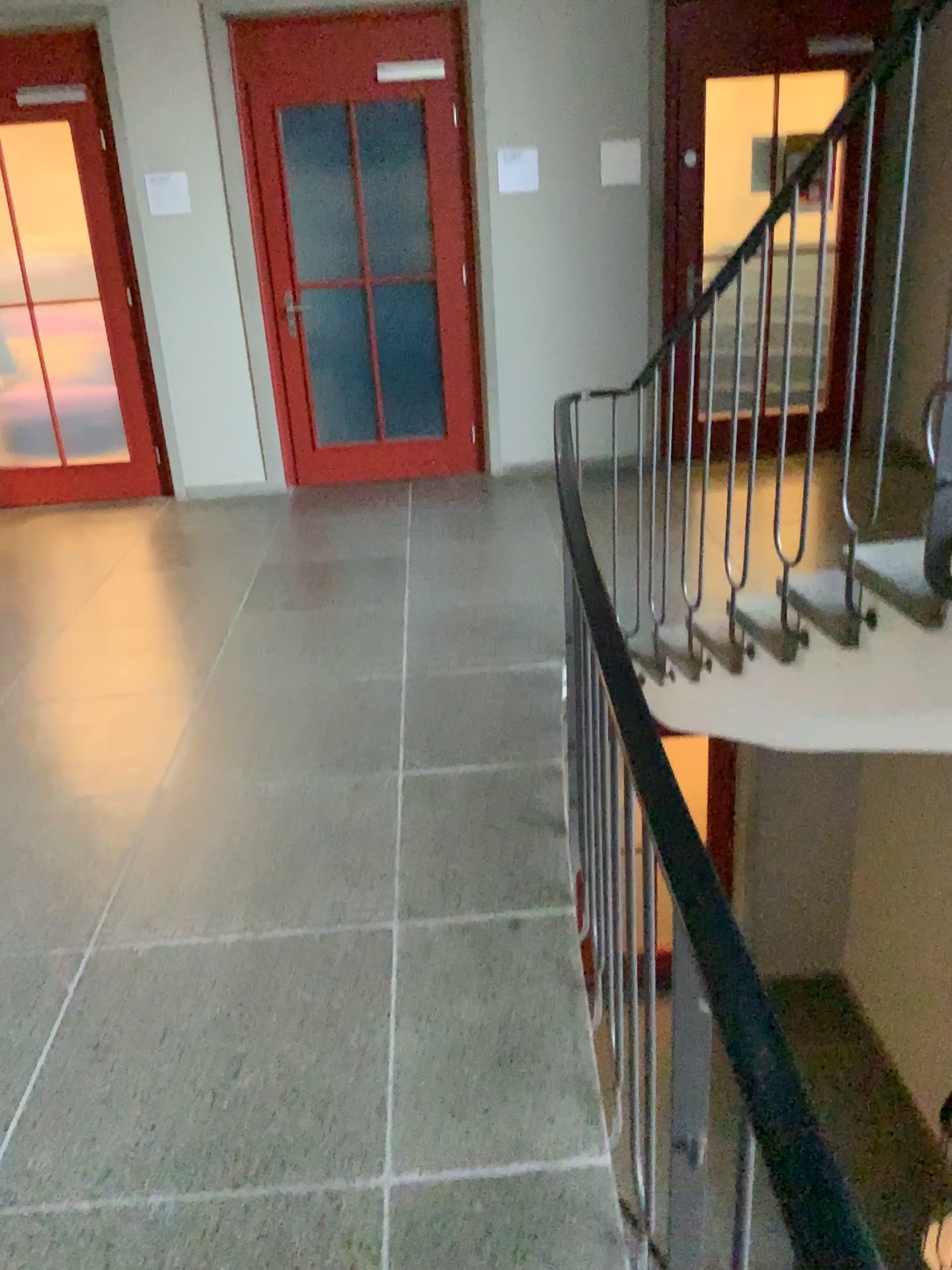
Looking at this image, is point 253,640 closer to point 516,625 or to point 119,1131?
point 516,625
